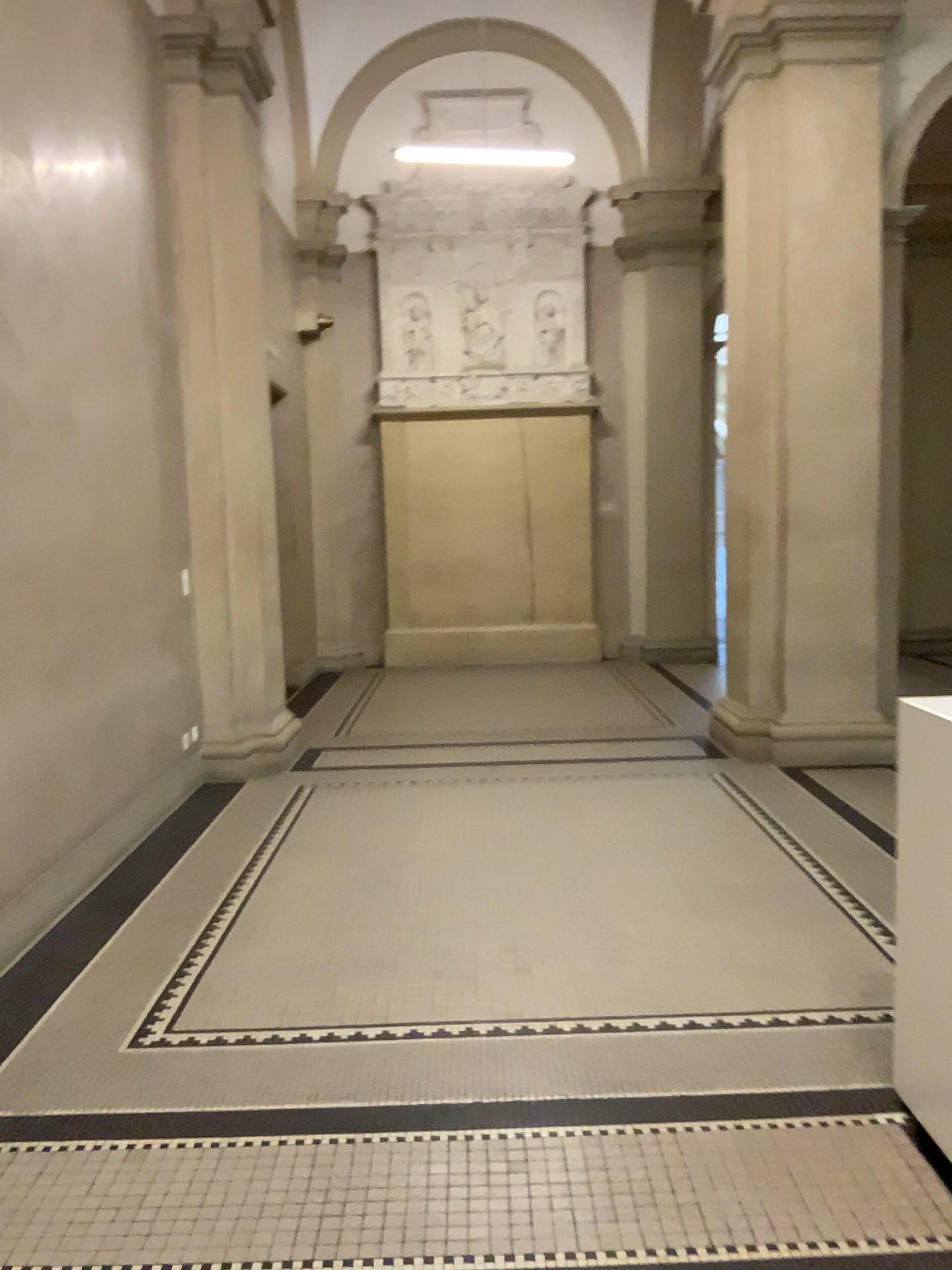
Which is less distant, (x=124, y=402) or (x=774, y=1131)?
(x=774, y=1131)
